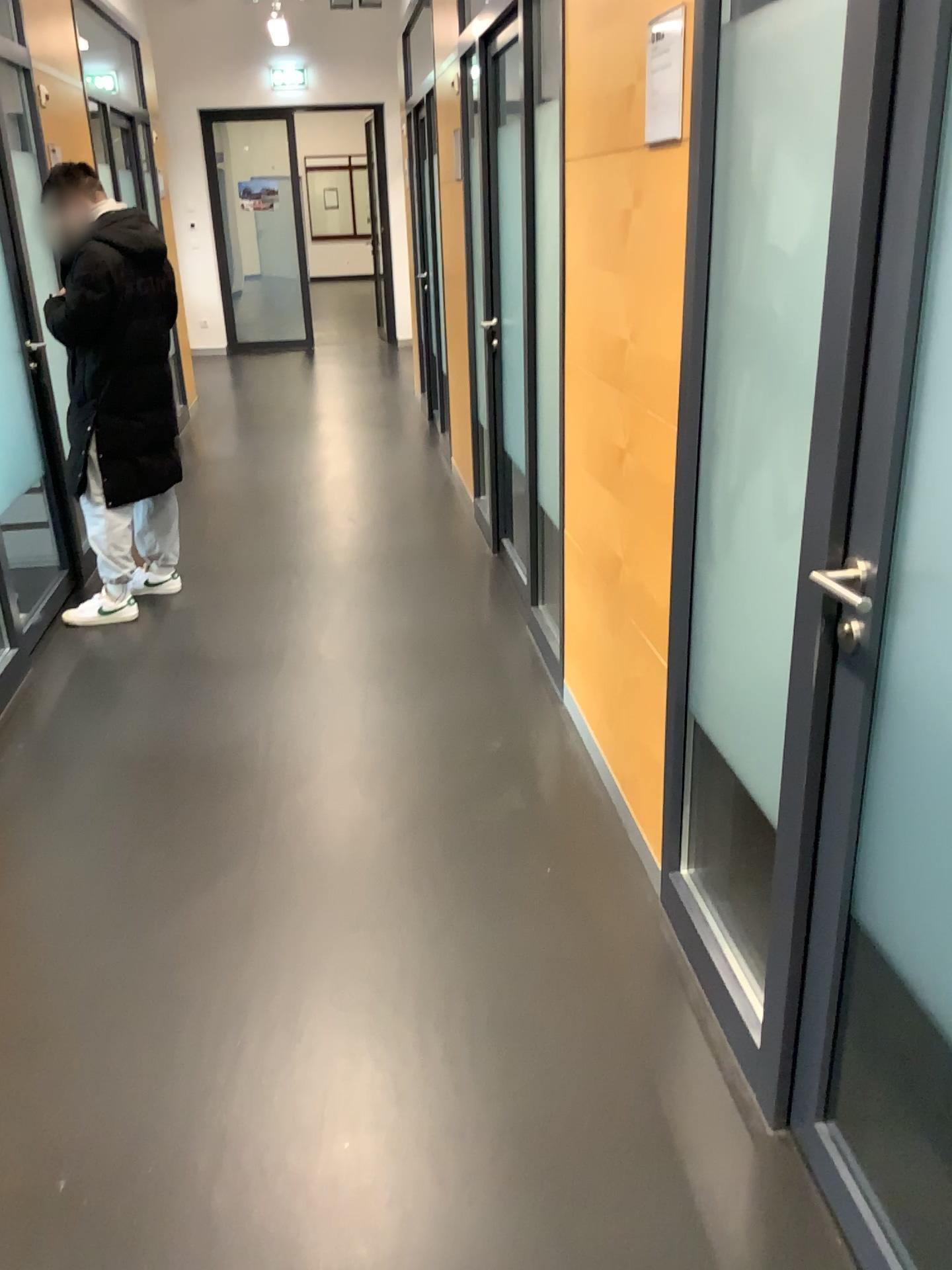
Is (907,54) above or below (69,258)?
above

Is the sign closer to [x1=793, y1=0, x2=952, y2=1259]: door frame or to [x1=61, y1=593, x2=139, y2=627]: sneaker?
[x1=793, y1=0, x2=952, y2=1259]: door frame

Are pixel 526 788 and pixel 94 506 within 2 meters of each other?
no

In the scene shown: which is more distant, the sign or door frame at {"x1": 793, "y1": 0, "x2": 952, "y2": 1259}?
the sign

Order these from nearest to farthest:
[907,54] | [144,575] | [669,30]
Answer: [907,54] < [669,30] < [144,575]

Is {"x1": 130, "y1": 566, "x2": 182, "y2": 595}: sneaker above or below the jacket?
below

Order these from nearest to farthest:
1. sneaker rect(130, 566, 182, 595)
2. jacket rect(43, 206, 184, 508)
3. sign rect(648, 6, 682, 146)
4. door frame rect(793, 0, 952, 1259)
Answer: door frame rect(793, 0, 952, 1259)
sign rect(648, 6, 682, 146)
jacket rect(43, 206, 184, 508)
sneaker rect(130, 566, 182, 595)

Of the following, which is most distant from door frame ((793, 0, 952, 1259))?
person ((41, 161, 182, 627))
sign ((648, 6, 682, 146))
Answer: person ((41, 161, 182, 627))

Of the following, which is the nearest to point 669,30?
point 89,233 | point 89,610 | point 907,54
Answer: point 907,54

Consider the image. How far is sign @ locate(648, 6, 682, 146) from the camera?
1.87m
